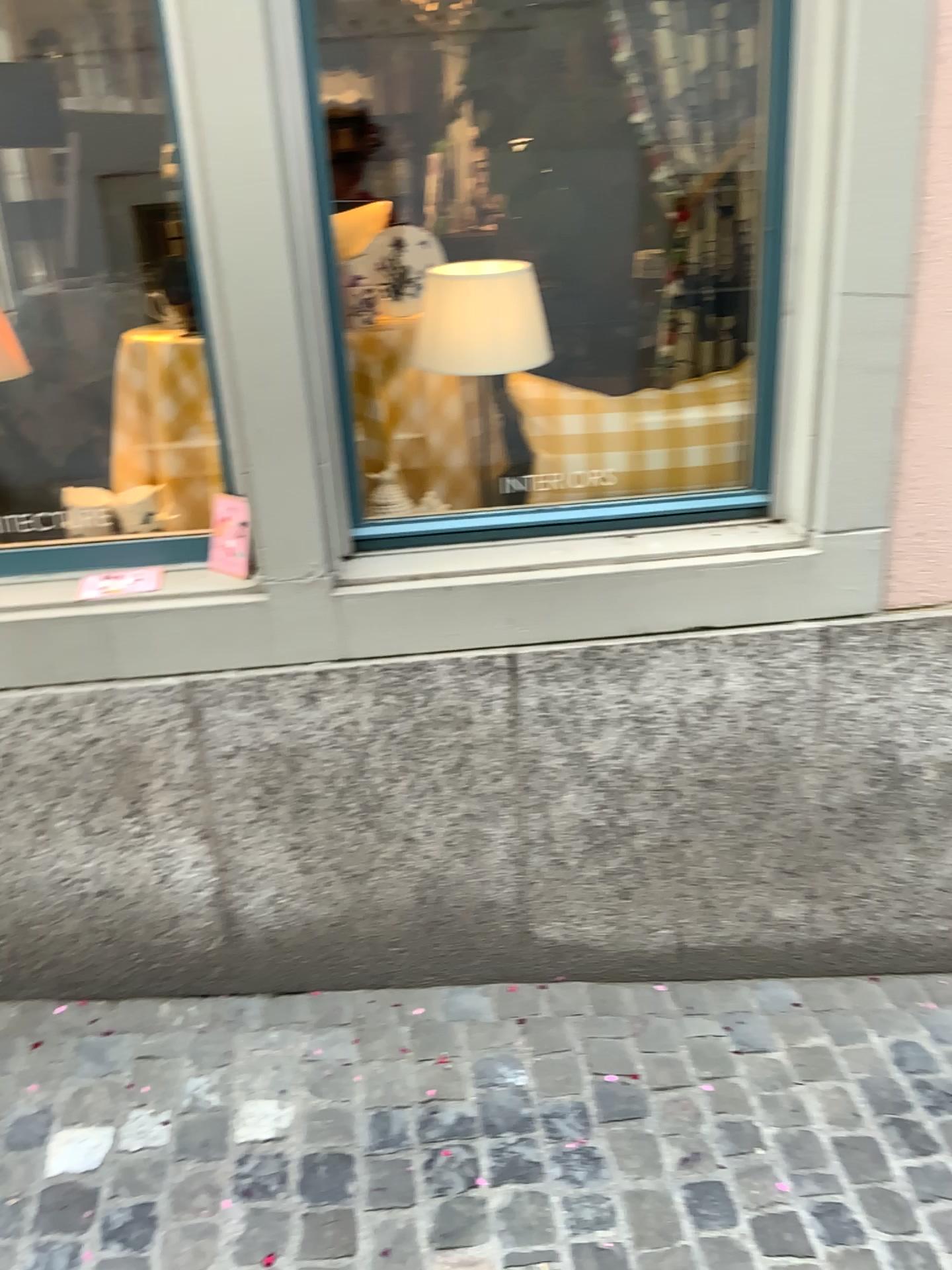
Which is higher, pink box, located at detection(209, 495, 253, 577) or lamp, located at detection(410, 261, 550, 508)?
lamp, located at detection(410, 261, 550, 508)

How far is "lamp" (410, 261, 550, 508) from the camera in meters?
2.1 m

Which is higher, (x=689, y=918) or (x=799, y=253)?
(x=799, y=253)

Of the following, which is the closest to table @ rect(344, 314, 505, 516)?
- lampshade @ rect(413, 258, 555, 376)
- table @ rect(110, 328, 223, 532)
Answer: lampshade @ rect(413, 258, 555, 376)

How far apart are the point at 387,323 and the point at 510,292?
0.3m

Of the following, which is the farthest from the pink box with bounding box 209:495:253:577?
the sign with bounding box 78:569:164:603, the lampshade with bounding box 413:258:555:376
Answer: the lampshade with bounding box 413:258:555:376

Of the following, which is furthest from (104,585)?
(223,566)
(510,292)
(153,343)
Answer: (510,292)

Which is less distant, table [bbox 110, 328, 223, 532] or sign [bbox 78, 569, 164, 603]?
sign [bbox 78, 569, 164, 603]

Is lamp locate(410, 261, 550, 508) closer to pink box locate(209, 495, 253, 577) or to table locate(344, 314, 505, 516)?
table locate(344, 314, 505, 516)

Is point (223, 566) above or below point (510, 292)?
below
